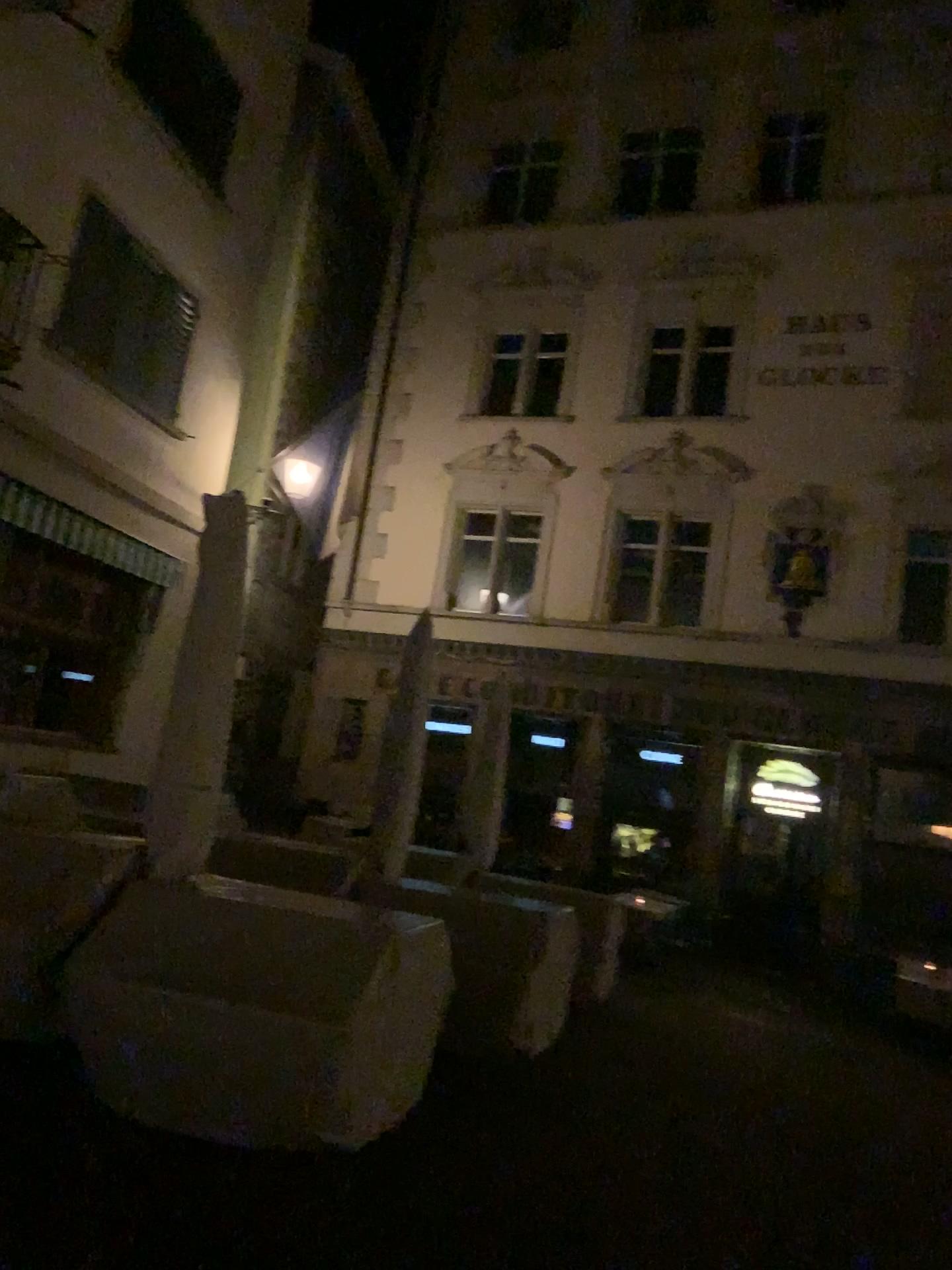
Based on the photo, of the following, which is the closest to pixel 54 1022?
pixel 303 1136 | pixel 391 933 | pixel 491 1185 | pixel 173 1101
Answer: pixel 173 1101
